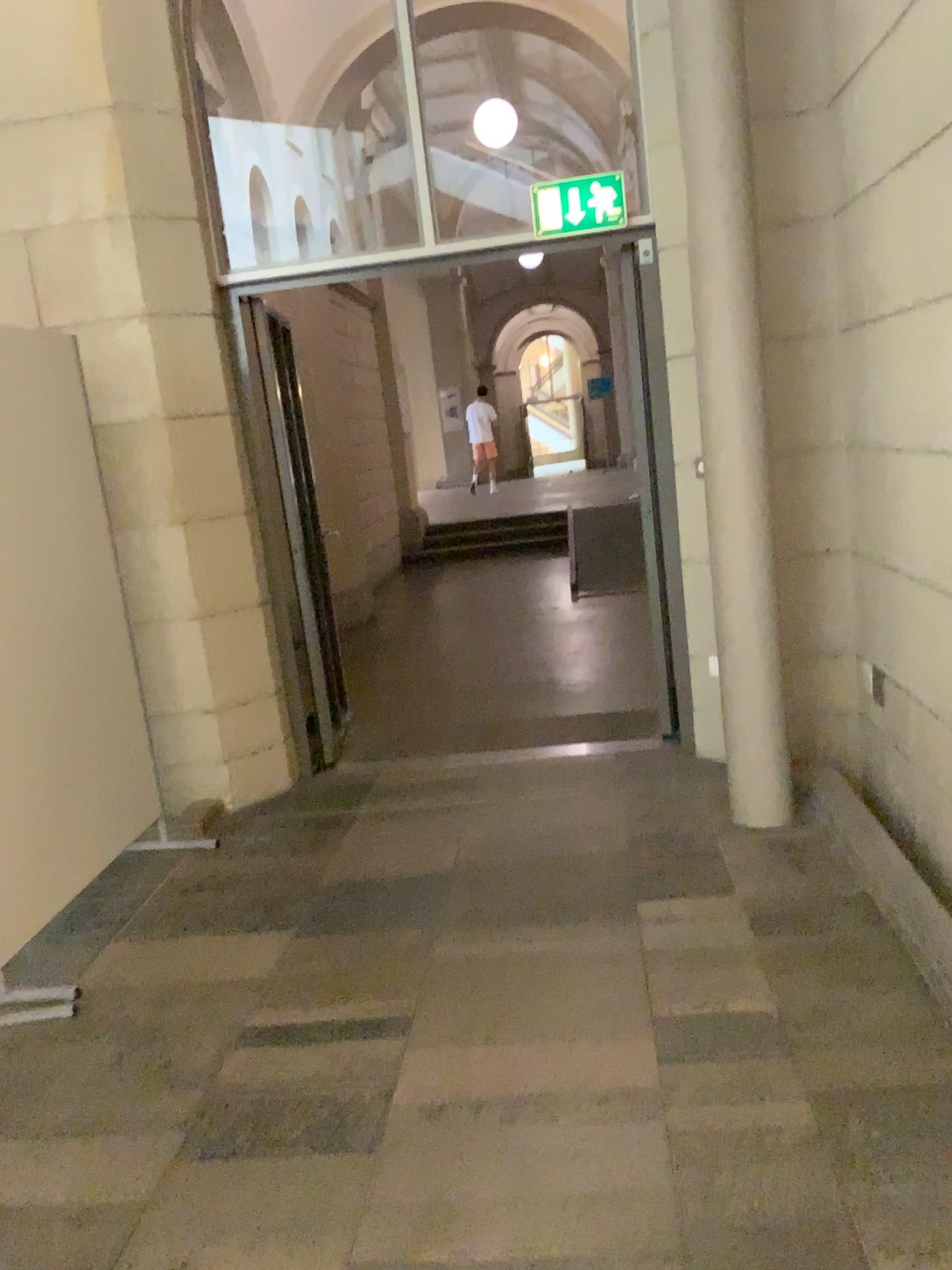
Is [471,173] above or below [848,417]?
above

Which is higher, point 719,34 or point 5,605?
point 719,34
